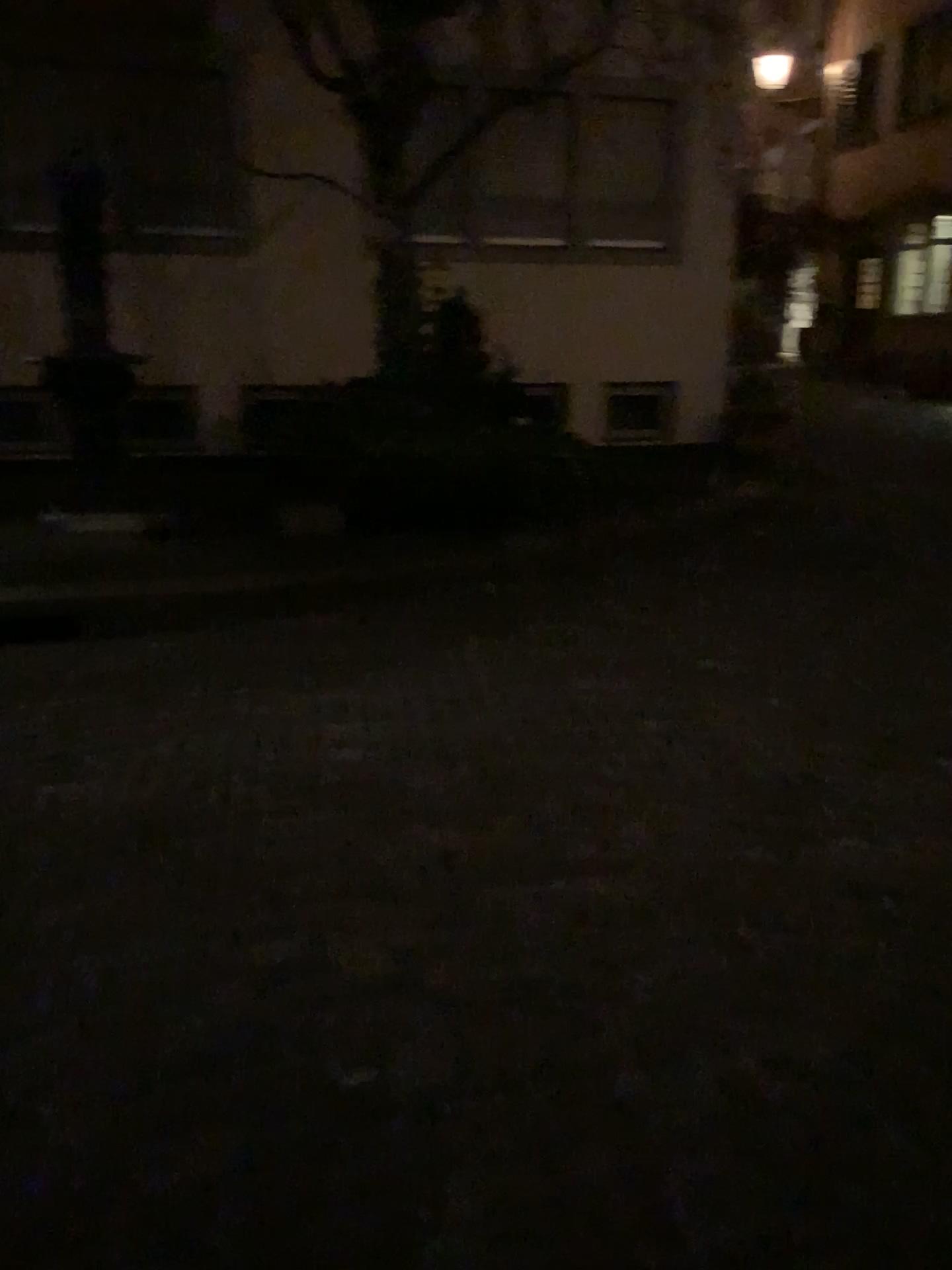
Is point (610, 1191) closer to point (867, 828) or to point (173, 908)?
point (173, 908)
